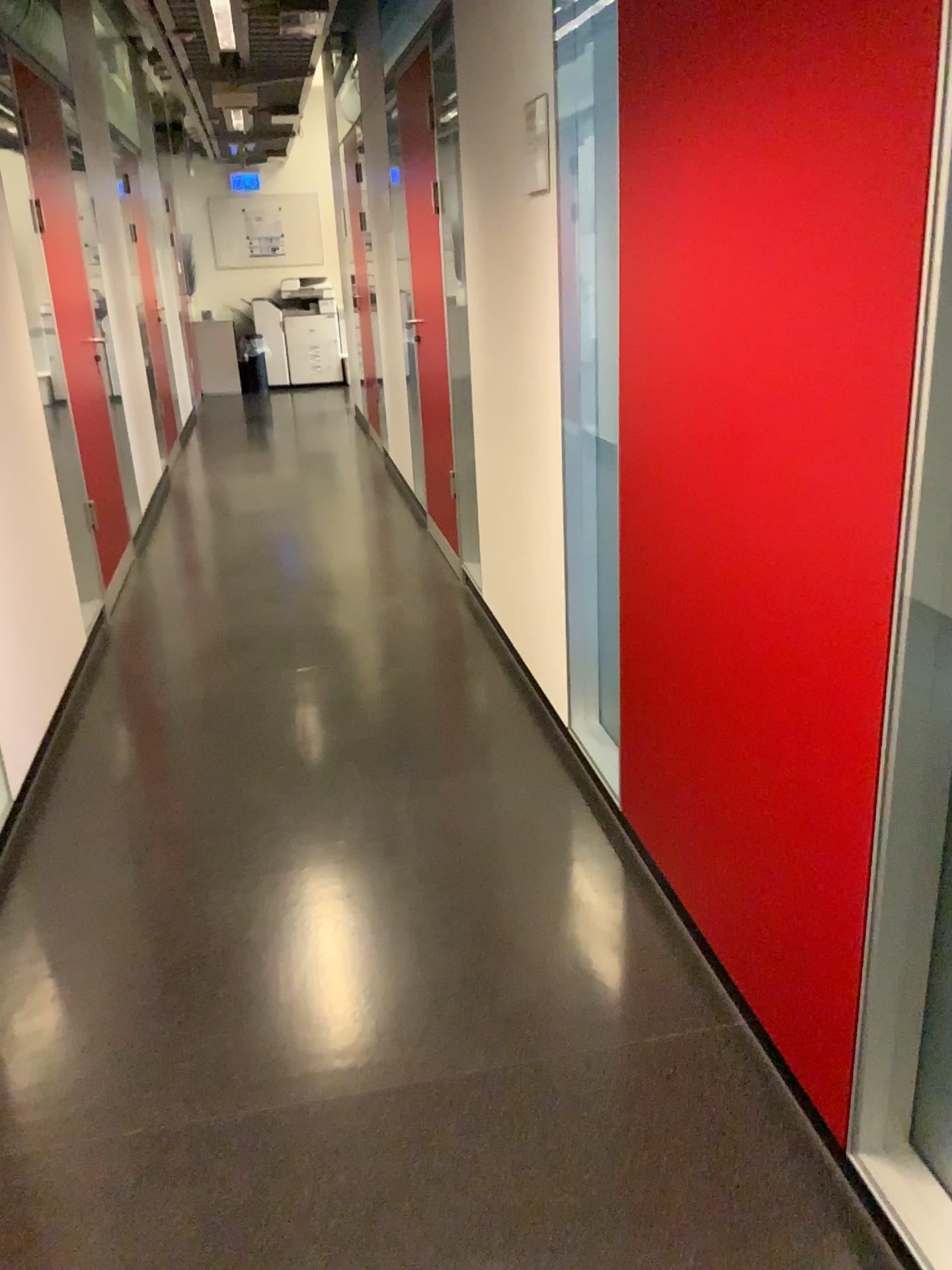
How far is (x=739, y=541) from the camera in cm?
172
